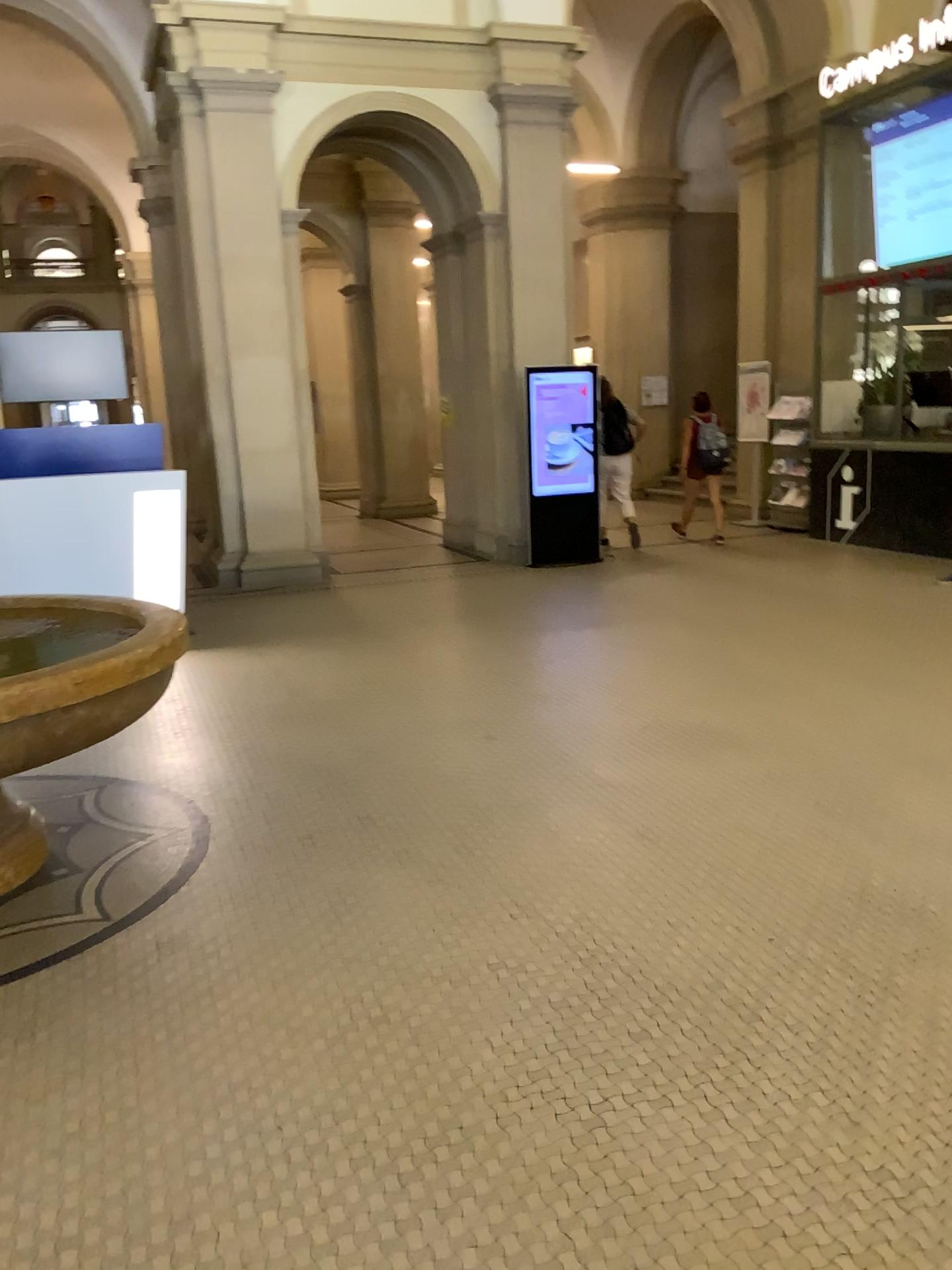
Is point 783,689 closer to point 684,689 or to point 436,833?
point 684,689
